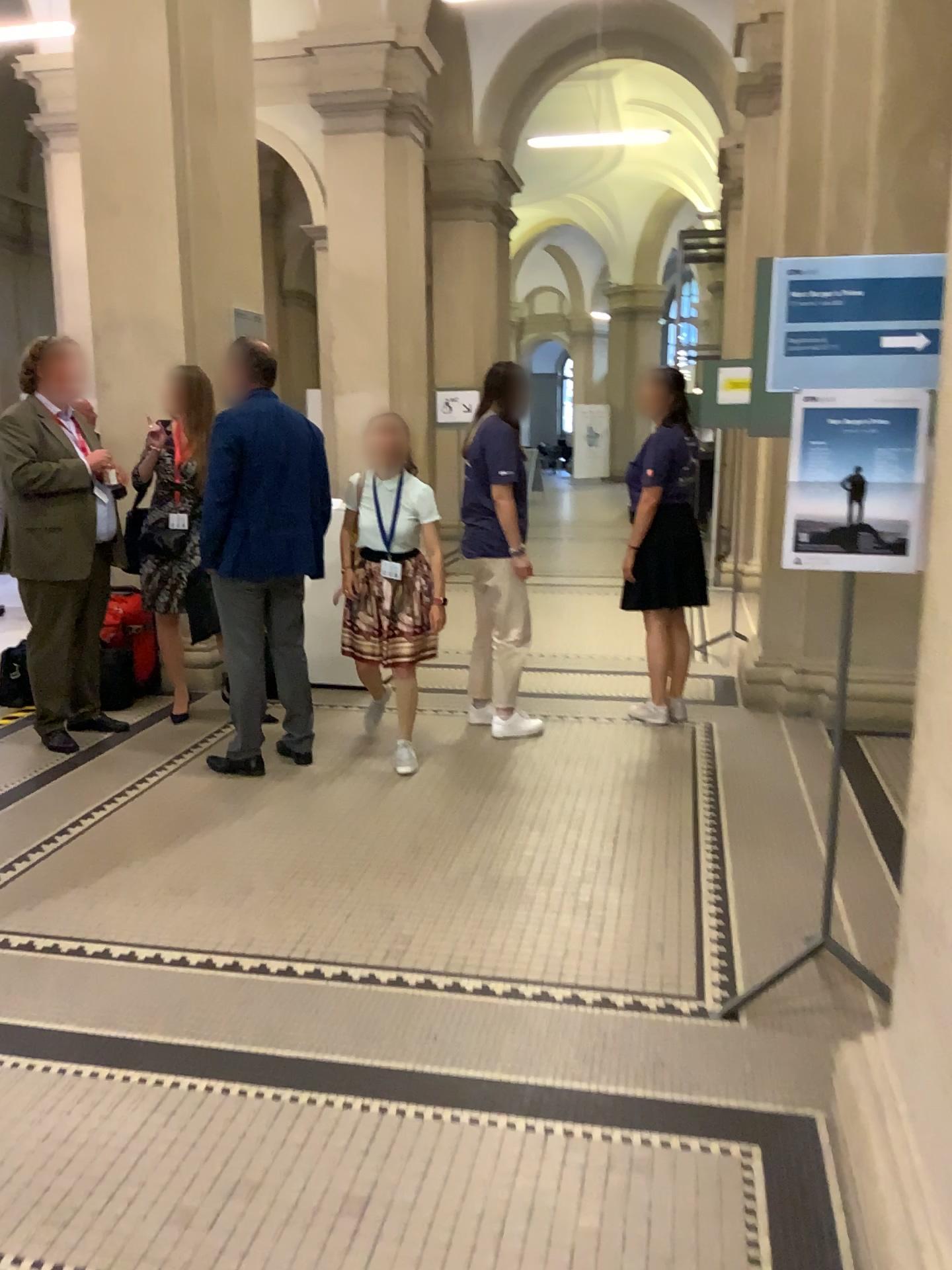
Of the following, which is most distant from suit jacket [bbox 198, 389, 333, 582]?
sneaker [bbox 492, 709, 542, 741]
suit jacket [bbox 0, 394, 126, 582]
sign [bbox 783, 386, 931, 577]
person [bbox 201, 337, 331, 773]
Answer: sign [bbox 783, 386, 931, 577]

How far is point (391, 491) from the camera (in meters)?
4.42

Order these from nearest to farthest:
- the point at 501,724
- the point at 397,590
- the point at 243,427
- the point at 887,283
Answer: the point at 887,283, the point at 243,427, the point at 397,590, the point at 501,724

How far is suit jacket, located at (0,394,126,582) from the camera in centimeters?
455cm

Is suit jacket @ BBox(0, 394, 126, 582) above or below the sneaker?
above

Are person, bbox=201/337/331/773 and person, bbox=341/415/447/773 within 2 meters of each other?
yes

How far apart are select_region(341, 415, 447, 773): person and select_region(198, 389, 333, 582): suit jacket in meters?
0.3

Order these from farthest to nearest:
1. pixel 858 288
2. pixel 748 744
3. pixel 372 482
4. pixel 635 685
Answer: pixel 635 685 < pixel 748 744 < pixel 372 482 < pixel 858 288

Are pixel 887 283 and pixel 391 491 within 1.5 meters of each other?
no

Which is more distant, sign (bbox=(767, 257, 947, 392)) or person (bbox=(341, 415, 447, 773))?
person (bbox=(341, 415, 447, 773))
